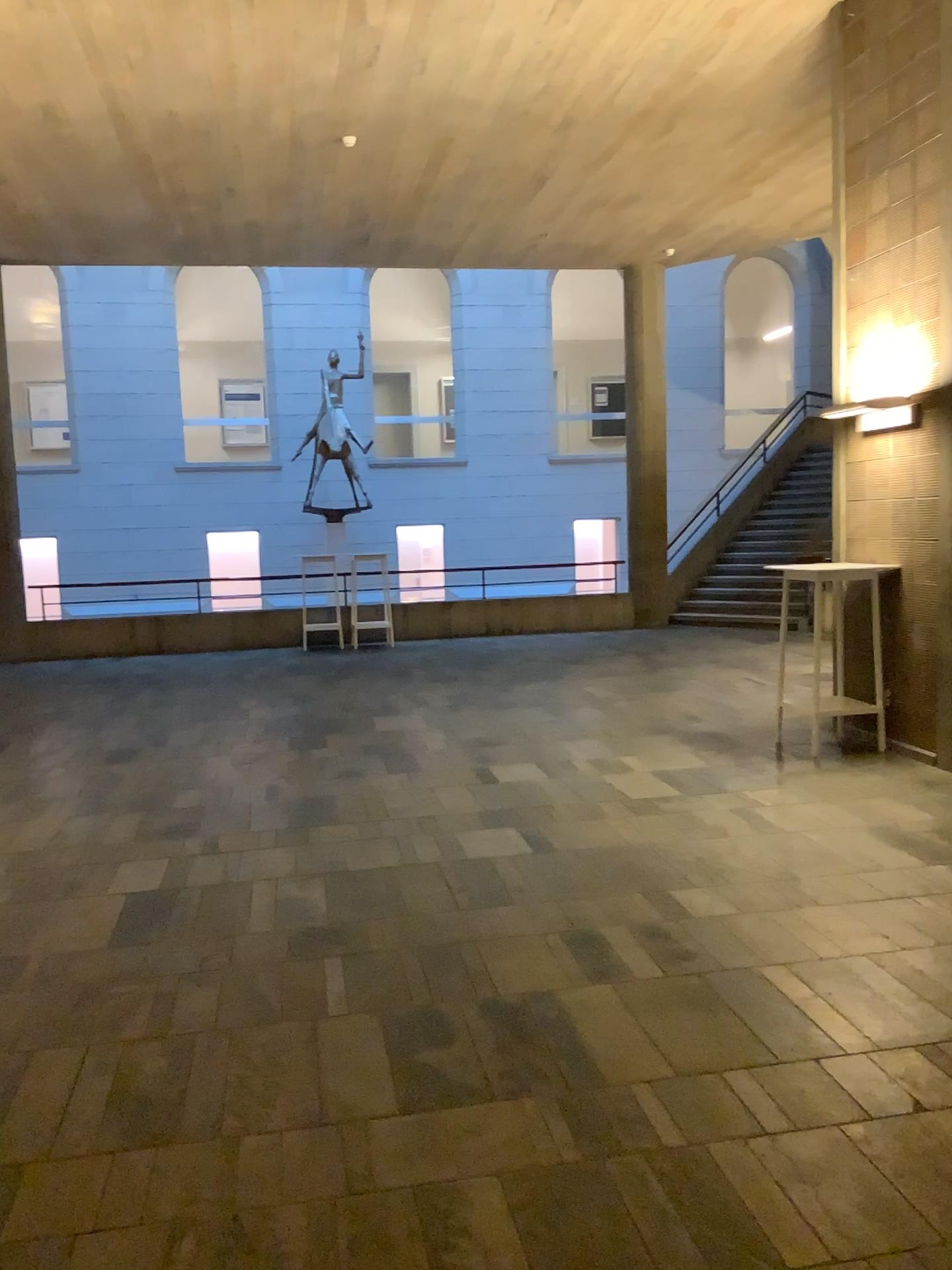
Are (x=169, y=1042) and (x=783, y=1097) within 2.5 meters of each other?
yes
